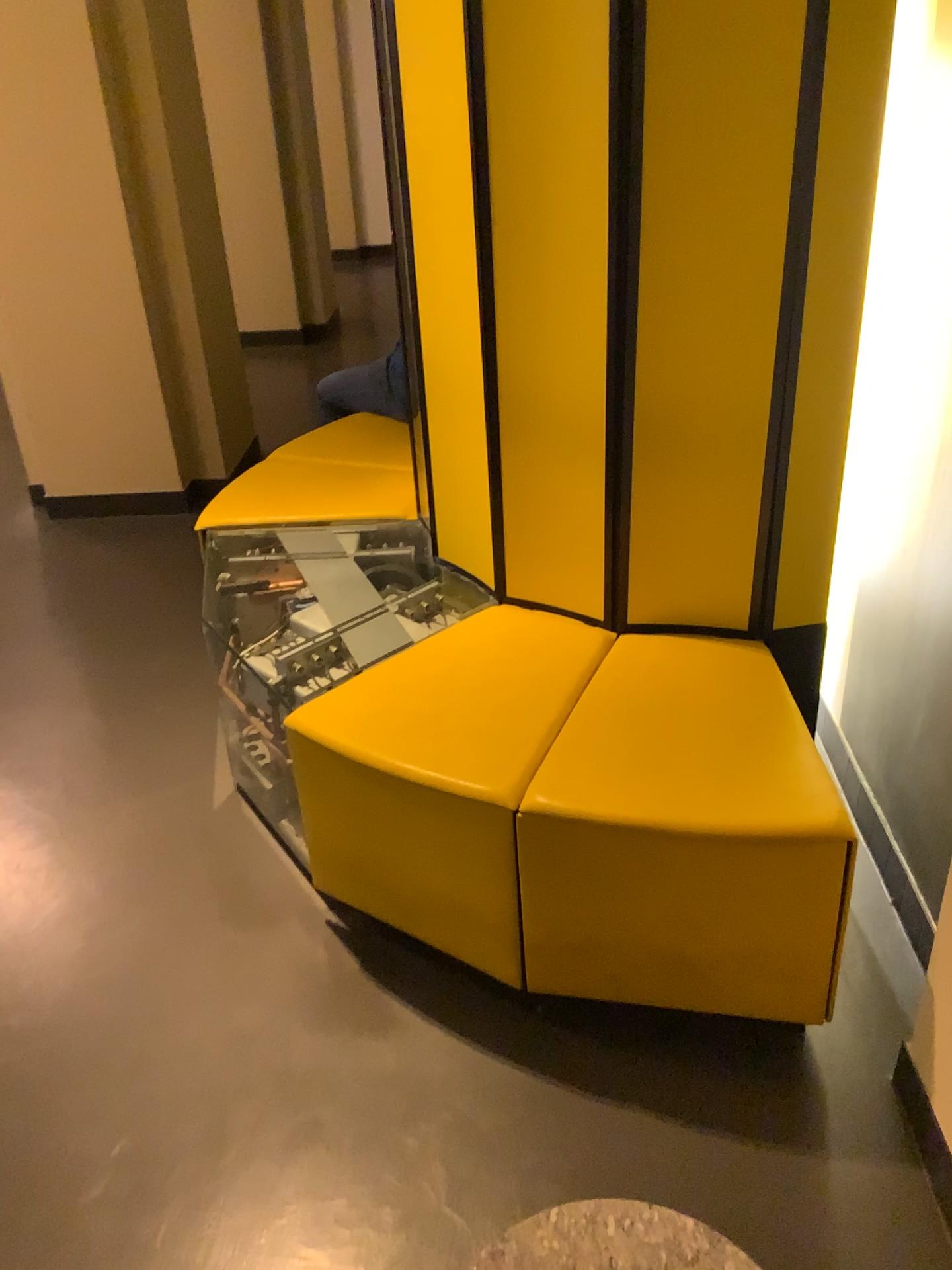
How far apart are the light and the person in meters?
1.7

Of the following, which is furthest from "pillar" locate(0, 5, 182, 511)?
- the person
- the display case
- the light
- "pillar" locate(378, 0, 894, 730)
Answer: the light

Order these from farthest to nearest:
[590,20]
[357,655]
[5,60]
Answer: [5,60] < [357,655] < [590,20]

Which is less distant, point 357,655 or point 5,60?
point 357,655

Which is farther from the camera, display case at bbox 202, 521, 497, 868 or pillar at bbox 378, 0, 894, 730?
display case at bbox 202, 521, 497, 868

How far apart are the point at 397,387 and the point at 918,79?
2.0m

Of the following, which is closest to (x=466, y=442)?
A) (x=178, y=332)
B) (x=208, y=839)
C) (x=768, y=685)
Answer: (x=768, y=685)

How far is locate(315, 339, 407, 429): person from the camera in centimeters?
354cm

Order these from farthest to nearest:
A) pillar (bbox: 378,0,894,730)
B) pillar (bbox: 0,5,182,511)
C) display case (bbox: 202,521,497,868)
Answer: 1. pillar (bbox: 0,5,182,511)
2. display case (bbox: 202,521,497,868)
3. pillar (bbox: 378,0,894,730)

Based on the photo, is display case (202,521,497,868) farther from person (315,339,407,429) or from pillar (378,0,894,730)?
person (315,339,407,429)
